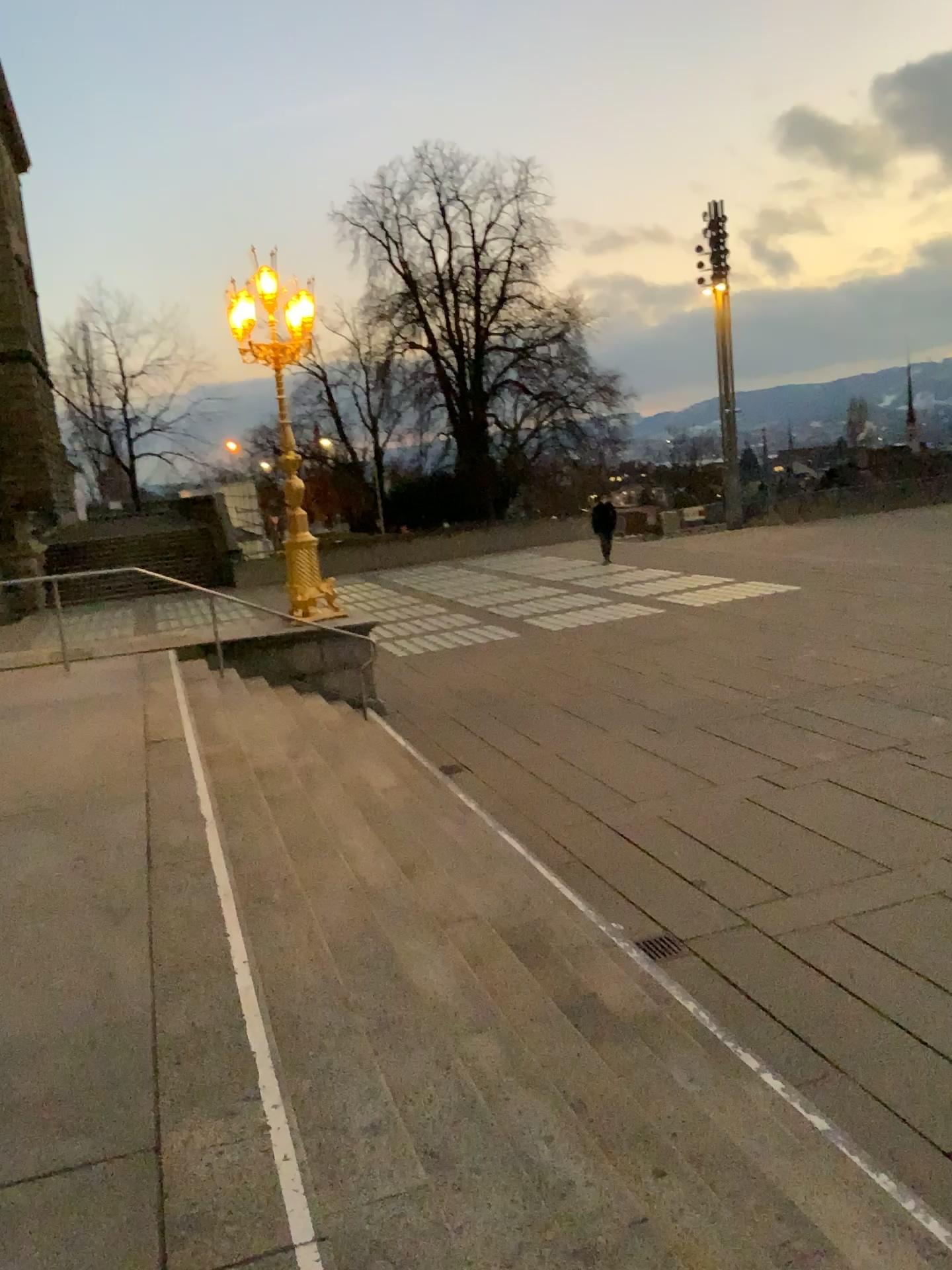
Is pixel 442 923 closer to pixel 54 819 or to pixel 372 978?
pixel 372 978
